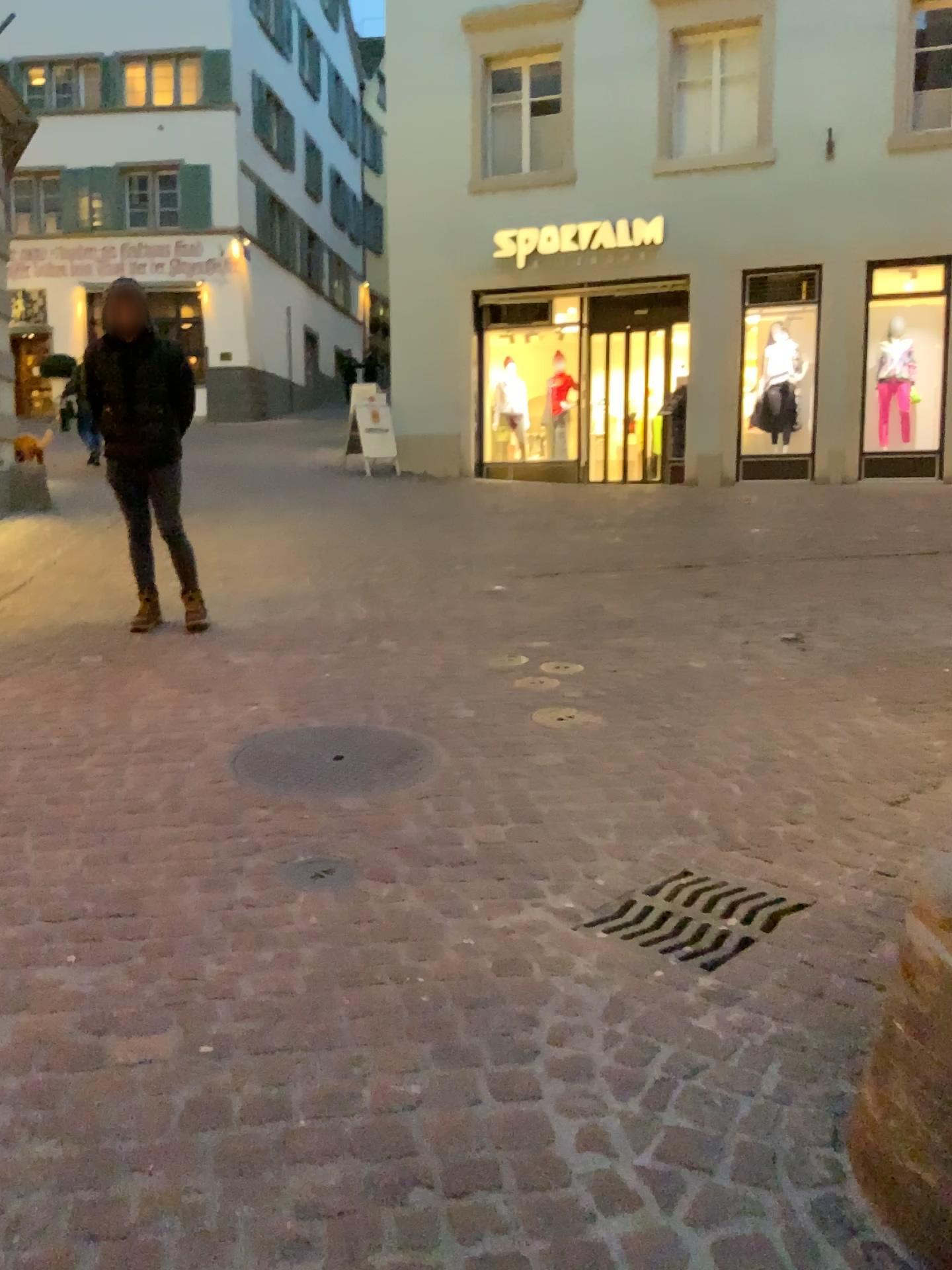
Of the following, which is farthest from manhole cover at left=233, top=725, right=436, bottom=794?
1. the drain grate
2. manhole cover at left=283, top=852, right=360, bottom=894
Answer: the drain grate

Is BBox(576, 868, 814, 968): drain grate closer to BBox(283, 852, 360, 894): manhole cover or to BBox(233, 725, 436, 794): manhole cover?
BBox(283, 852, 360, 894): manhole cover

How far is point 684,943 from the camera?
2.39m

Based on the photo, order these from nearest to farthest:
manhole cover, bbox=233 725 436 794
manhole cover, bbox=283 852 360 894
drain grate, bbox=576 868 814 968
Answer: drain grate, bbox=576 868 814 968 < manhole cover, bbox=283 852 360 894 < manhole cover, bbox=233 725 436 794

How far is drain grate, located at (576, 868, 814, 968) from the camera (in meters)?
2.39

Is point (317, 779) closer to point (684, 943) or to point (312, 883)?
point (312, 883)

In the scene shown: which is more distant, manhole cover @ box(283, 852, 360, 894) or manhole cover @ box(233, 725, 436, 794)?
manhole cover @ box(233, 725, 436, 794)

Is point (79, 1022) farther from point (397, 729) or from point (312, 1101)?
point (397, 729)

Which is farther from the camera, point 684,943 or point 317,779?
point 317,779
